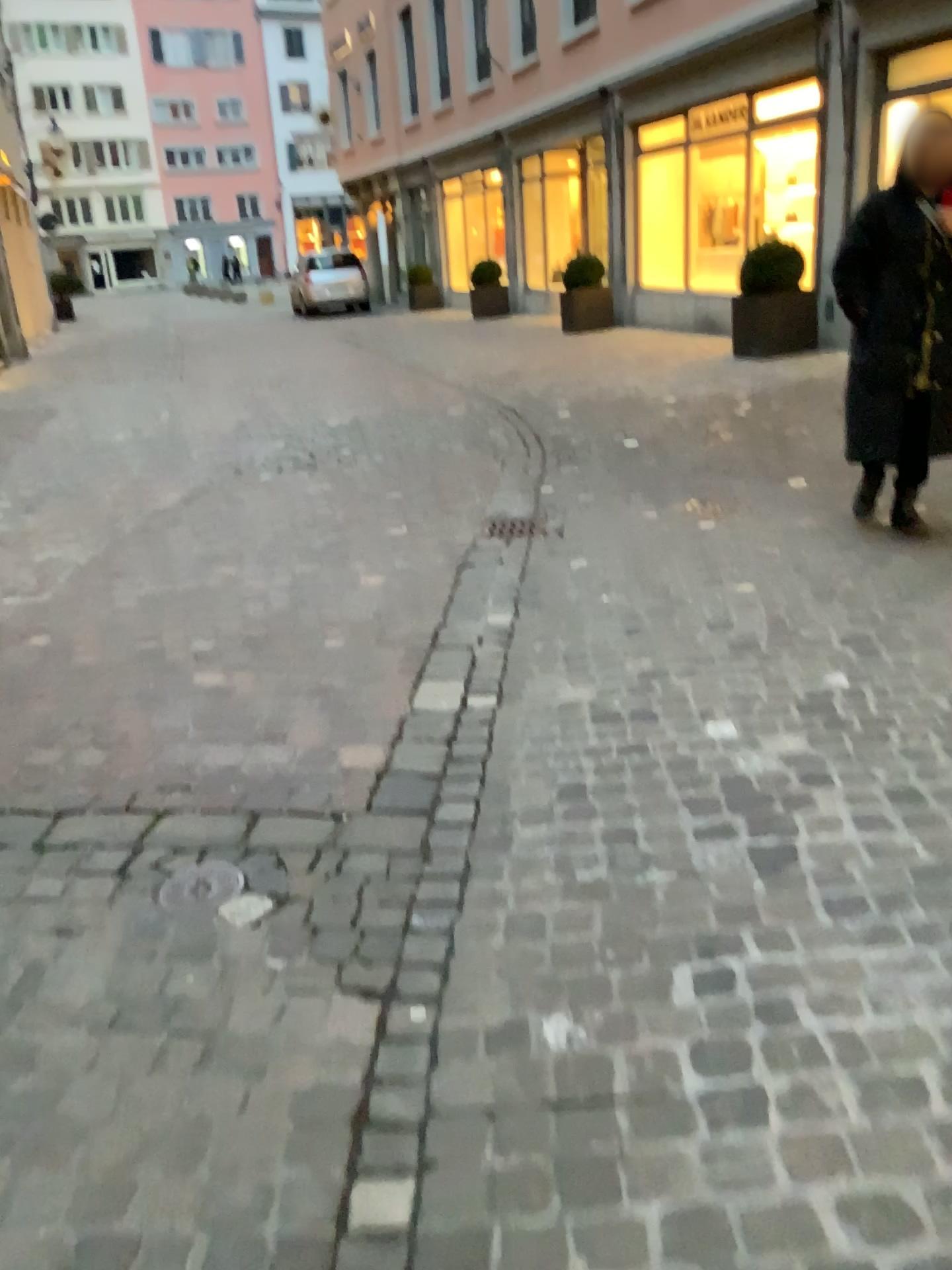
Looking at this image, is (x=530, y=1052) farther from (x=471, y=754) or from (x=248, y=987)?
(x=471, y=754)

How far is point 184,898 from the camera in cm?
219

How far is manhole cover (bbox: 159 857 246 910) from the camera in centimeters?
219cm
